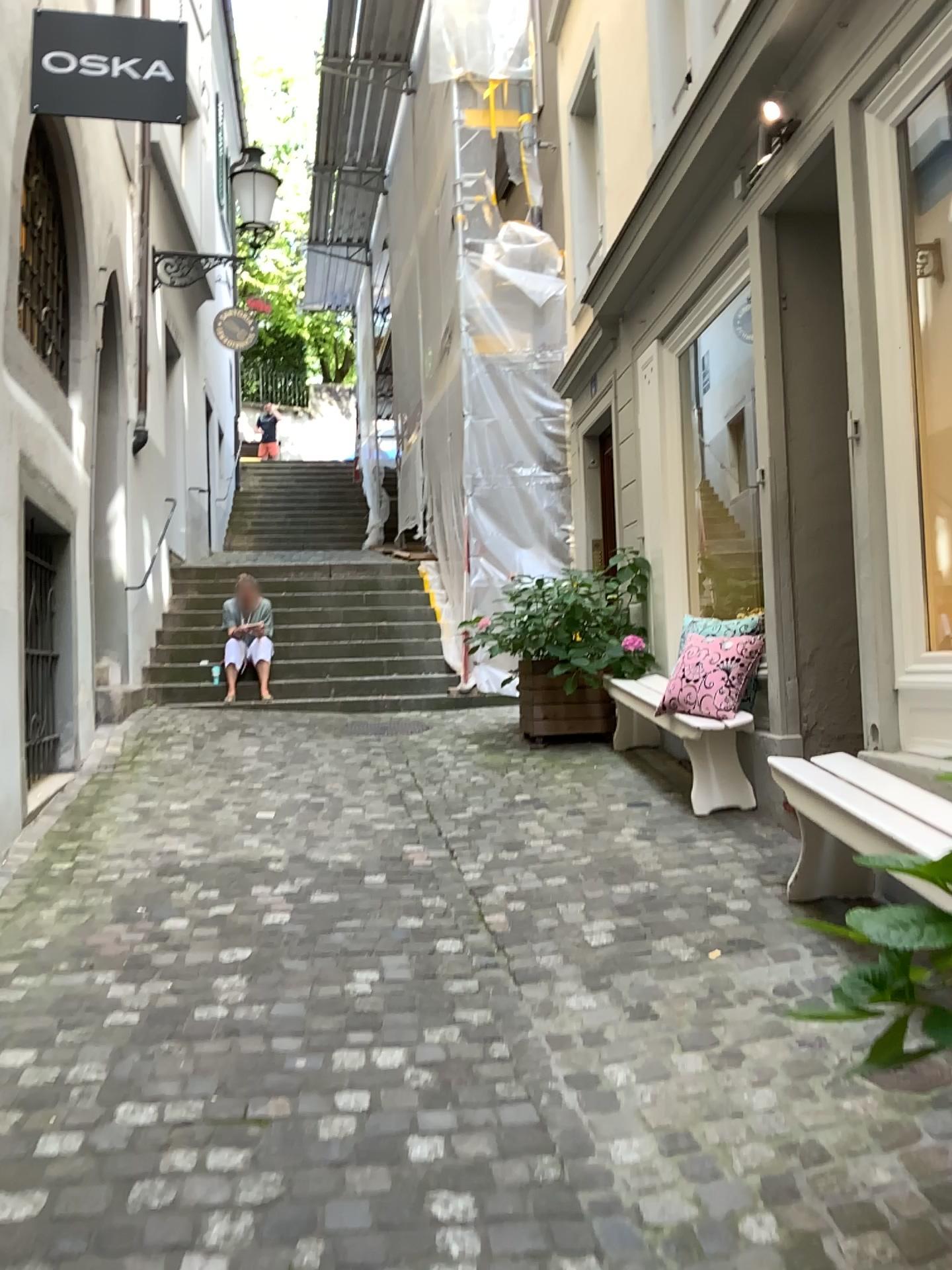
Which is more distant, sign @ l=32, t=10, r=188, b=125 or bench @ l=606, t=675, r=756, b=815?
bench @ l=606, t=675, r=756, b=815

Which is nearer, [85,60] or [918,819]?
[918,819]

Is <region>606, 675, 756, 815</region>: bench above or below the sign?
below

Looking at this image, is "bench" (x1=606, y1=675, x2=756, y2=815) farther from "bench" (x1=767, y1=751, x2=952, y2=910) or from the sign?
the sign

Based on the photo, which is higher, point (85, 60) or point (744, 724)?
point (85, 60)

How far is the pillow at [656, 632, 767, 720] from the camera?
4.68m

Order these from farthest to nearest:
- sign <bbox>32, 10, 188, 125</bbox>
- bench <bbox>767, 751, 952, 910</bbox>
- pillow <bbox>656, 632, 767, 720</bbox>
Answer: pillow <bbox>656, 632, 767, 720</bbox> → sign <bbox>32, 10, 188, 125</bbox> → bench <bbox>767, 751, 952, 910</bbox>

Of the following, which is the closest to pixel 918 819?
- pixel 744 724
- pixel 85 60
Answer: pixel 744 724

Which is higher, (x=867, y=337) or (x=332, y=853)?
(x=867, y=337)

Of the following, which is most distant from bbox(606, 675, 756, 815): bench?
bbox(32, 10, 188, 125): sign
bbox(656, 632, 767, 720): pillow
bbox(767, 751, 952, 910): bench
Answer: bbox(32, 10, 188, 125): sign
